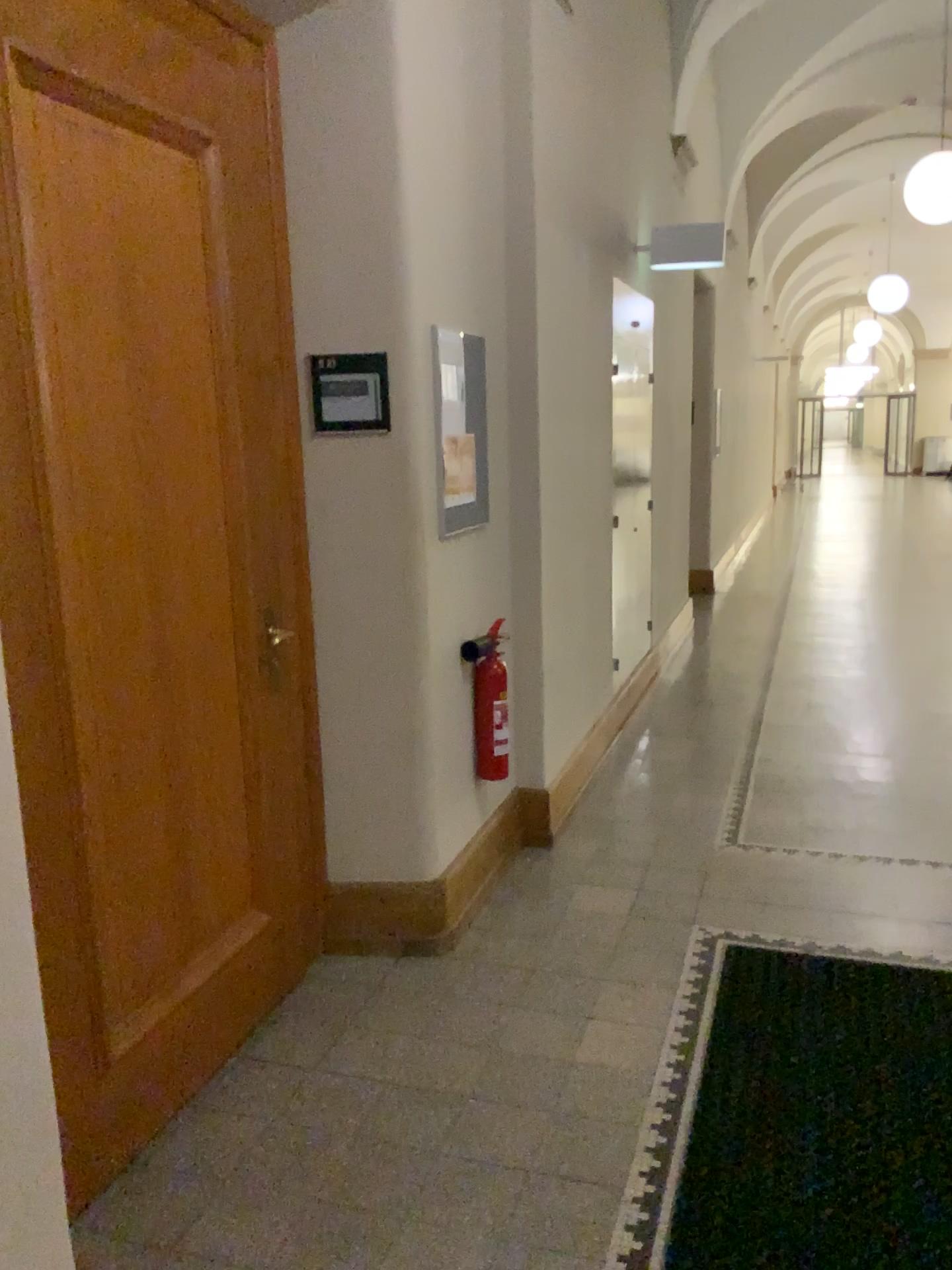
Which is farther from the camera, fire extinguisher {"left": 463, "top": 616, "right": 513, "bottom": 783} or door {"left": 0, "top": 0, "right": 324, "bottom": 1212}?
fire extinguisher {"left": 463, "top": 616, "right": 513, "bottom": 783}

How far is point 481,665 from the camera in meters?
3.4

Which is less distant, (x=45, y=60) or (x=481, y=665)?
(x=45, y=60)

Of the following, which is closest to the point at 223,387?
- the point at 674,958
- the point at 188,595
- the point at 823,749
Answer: the point at 188,595

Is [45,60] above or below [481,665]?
above

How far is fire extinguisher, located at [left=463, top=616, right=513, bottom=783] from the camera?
3.4m
